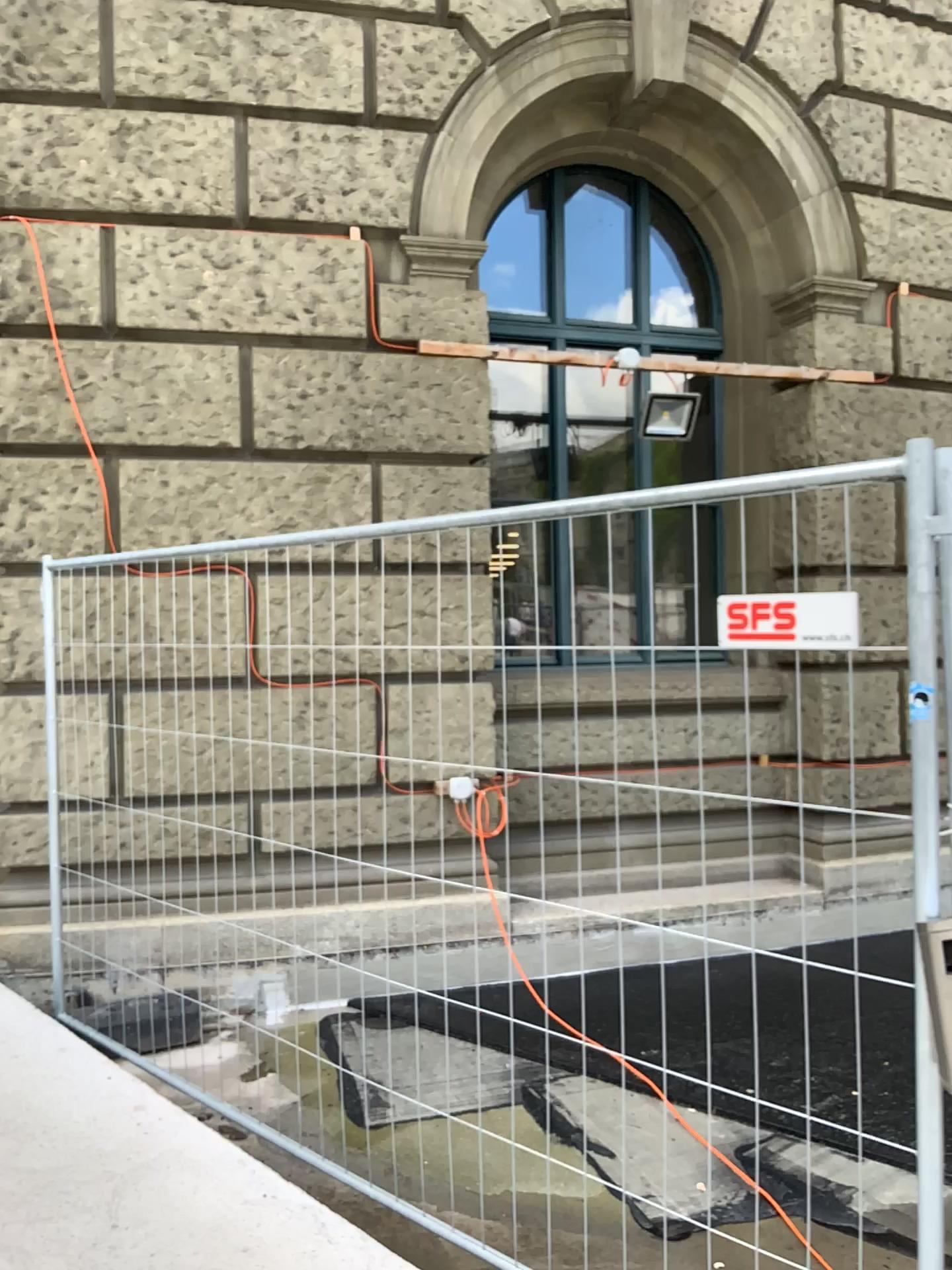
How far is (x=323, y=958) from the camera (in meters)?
4.75
